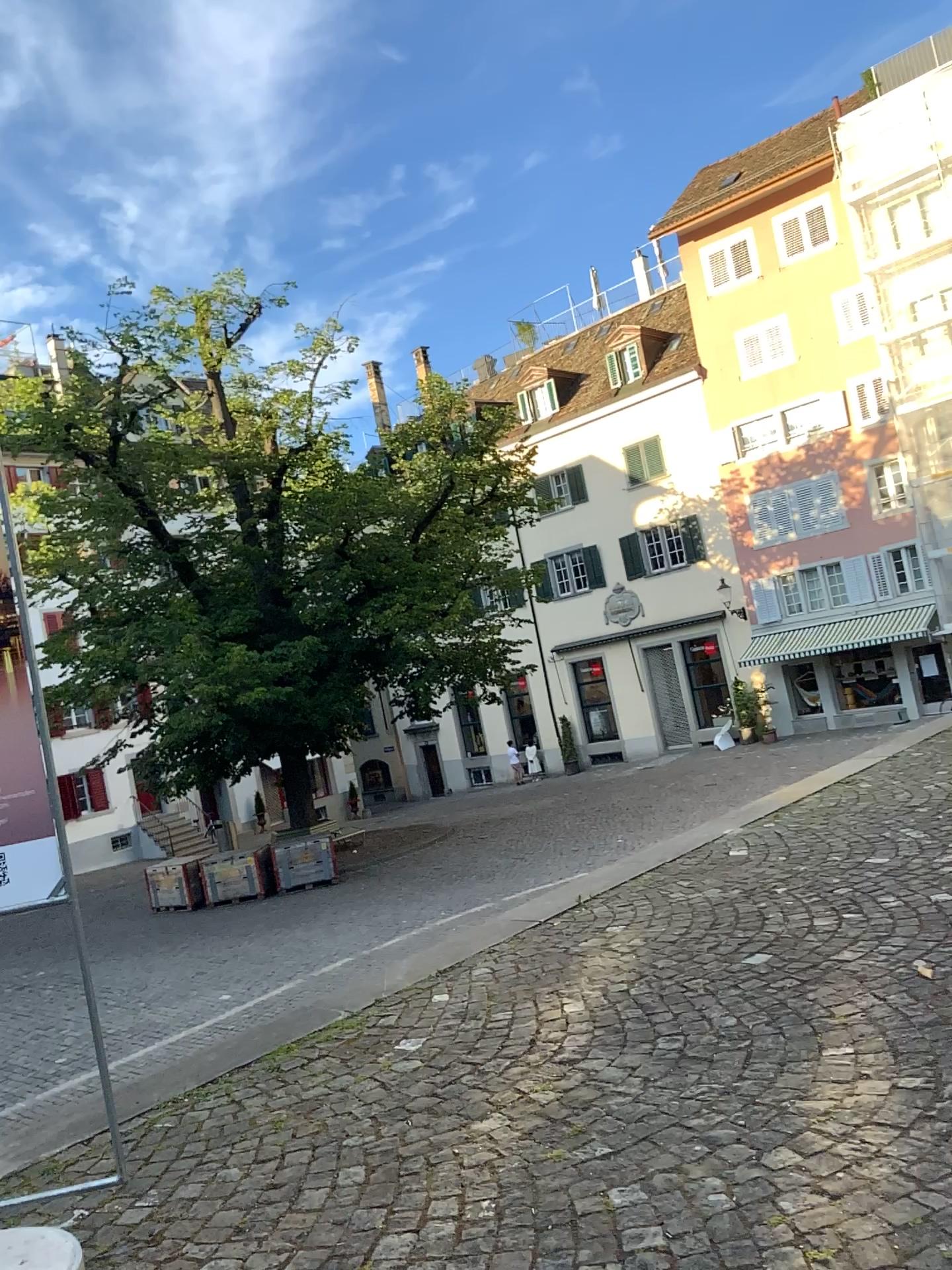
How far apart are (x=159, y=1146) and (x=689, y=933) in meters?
2.2
